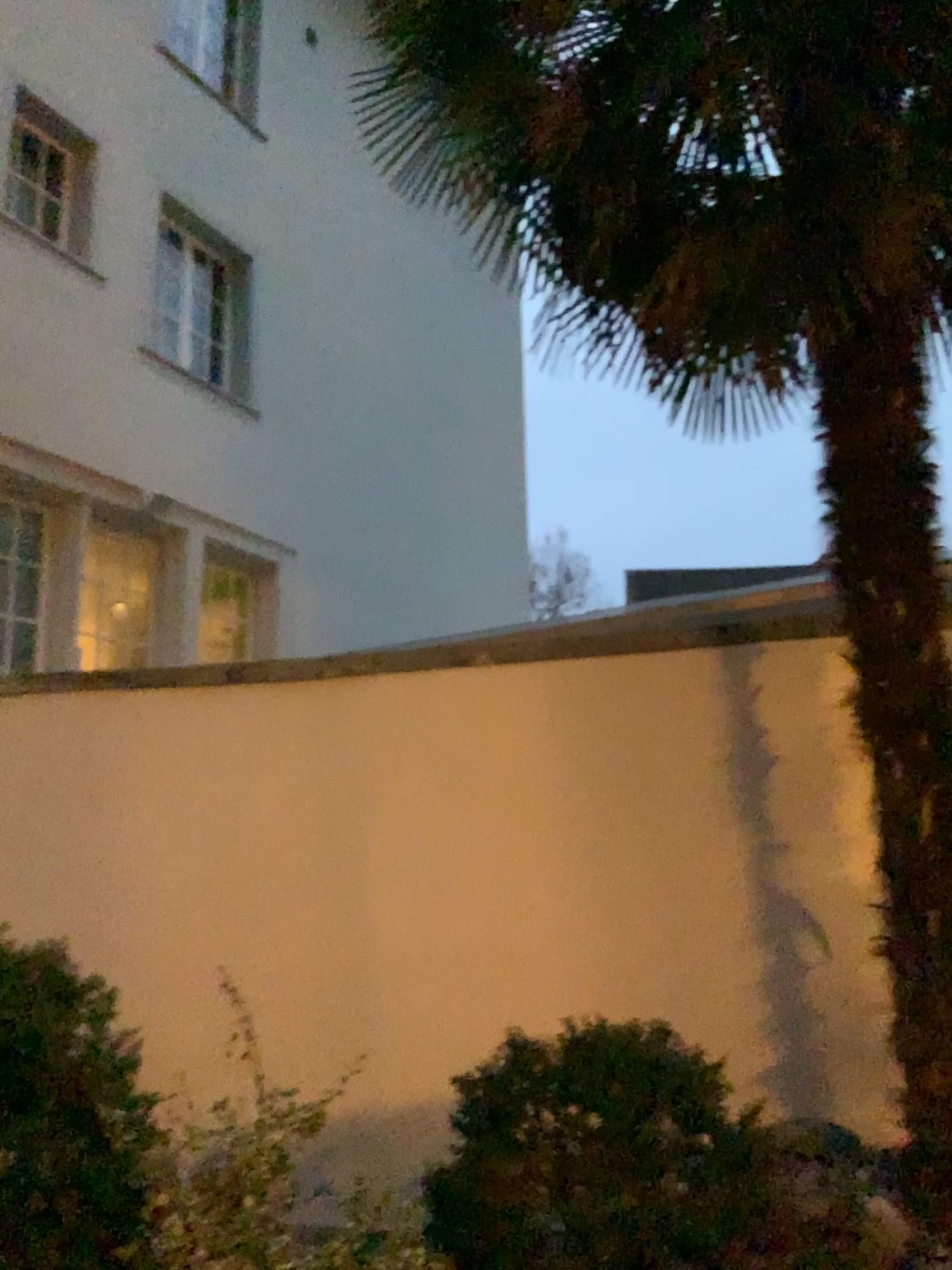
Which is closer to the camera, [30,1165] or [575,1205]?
[30,1165]

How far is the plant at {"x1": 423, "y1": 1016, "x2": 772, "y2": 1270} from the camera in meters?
2.2

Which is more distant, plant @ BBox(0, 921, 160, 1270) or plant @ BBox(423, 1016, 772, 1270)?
plant @ BBox(423, 1016, 772, 1270)

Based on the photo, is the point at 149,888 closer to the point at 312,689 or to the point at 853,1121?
the point at 312,689

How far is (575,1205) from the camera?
2.2 meters
